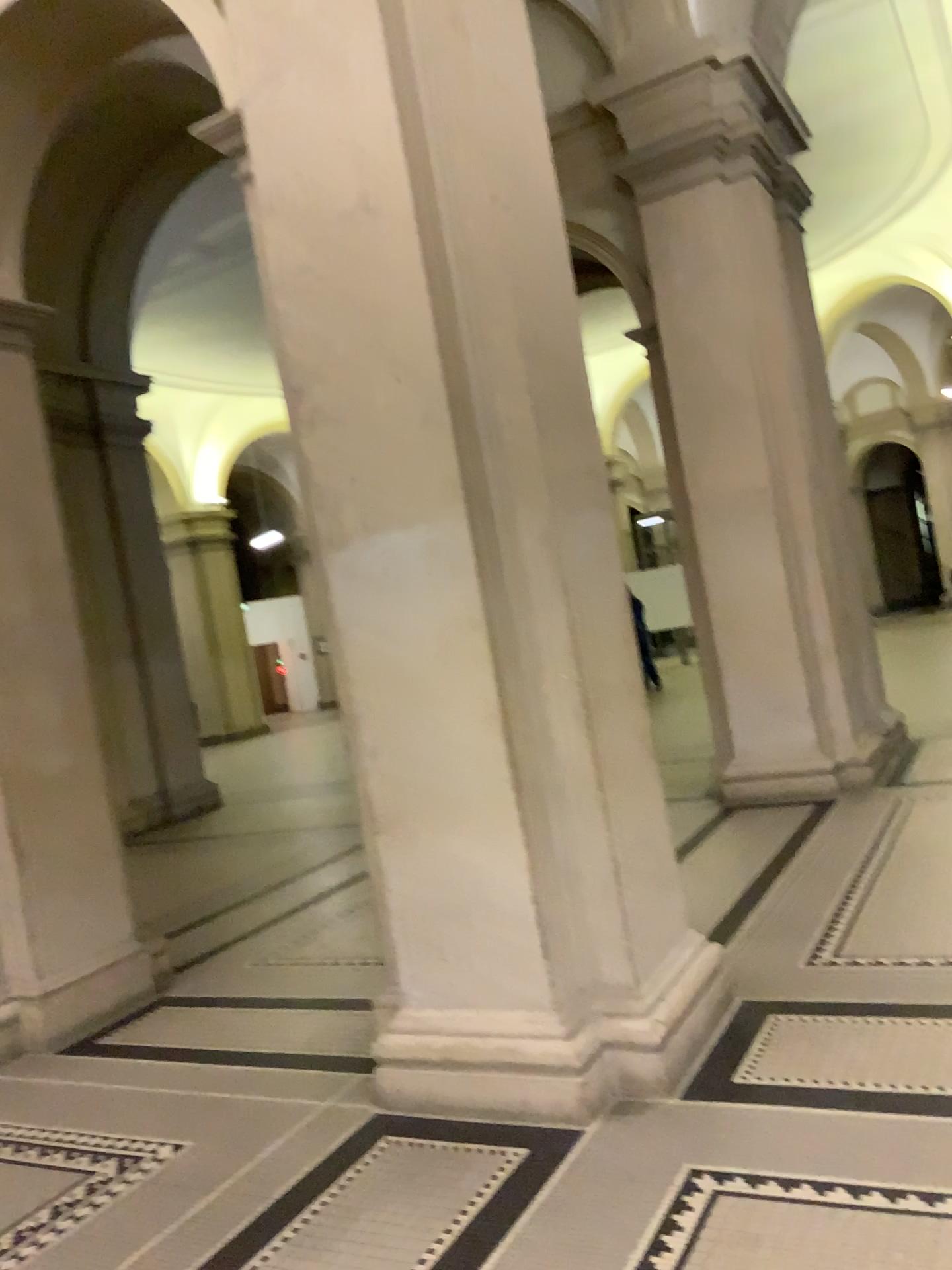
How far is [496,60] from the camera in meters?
3.2 m

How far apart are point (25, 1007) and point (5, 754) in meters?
1.1 m

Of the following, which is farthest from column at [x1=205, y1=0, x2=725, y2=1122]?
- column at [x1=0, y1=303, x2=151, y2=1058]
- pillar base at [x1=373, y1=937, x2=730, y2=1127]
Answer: column at [x1=0, y1=303, x2=151, y2=1058]

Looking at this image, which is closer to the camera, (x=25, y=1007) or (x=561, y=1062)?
(x=561, y=1062)

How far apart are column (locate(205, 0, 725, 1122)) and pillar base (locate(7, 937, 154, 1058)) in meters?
1.8

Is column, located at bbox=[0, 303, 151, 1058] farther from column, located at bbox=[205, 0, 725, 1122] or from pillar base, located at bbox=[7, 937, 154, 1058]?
column, located at bbox=[205, 0, 725, 1122]

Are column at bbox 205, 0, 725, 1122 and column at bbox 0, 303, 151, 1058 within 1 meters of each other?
no

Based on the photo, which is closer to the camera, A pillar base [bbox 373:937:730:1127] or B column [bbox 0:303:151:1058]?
A pillar base [bbox 373:937:730:1127]

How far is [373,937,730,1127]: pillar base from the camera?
3.0 meters

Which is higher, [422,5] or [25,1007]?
[422,5]
